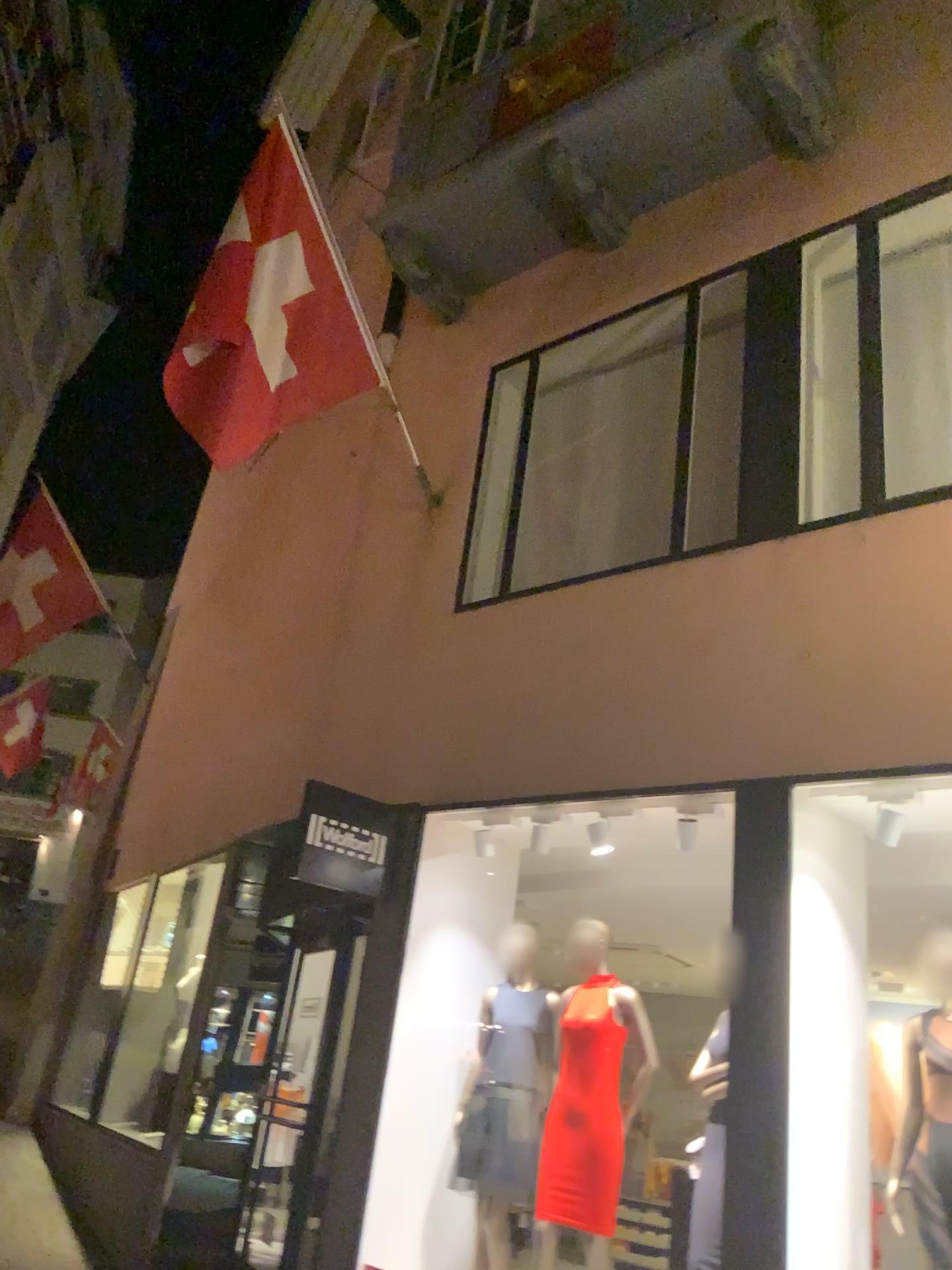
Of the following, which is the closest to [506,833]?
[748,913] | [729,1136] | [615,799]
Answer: [615,799]

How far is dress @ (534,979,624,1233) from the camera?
4.24m

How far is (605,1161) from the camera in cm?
424
